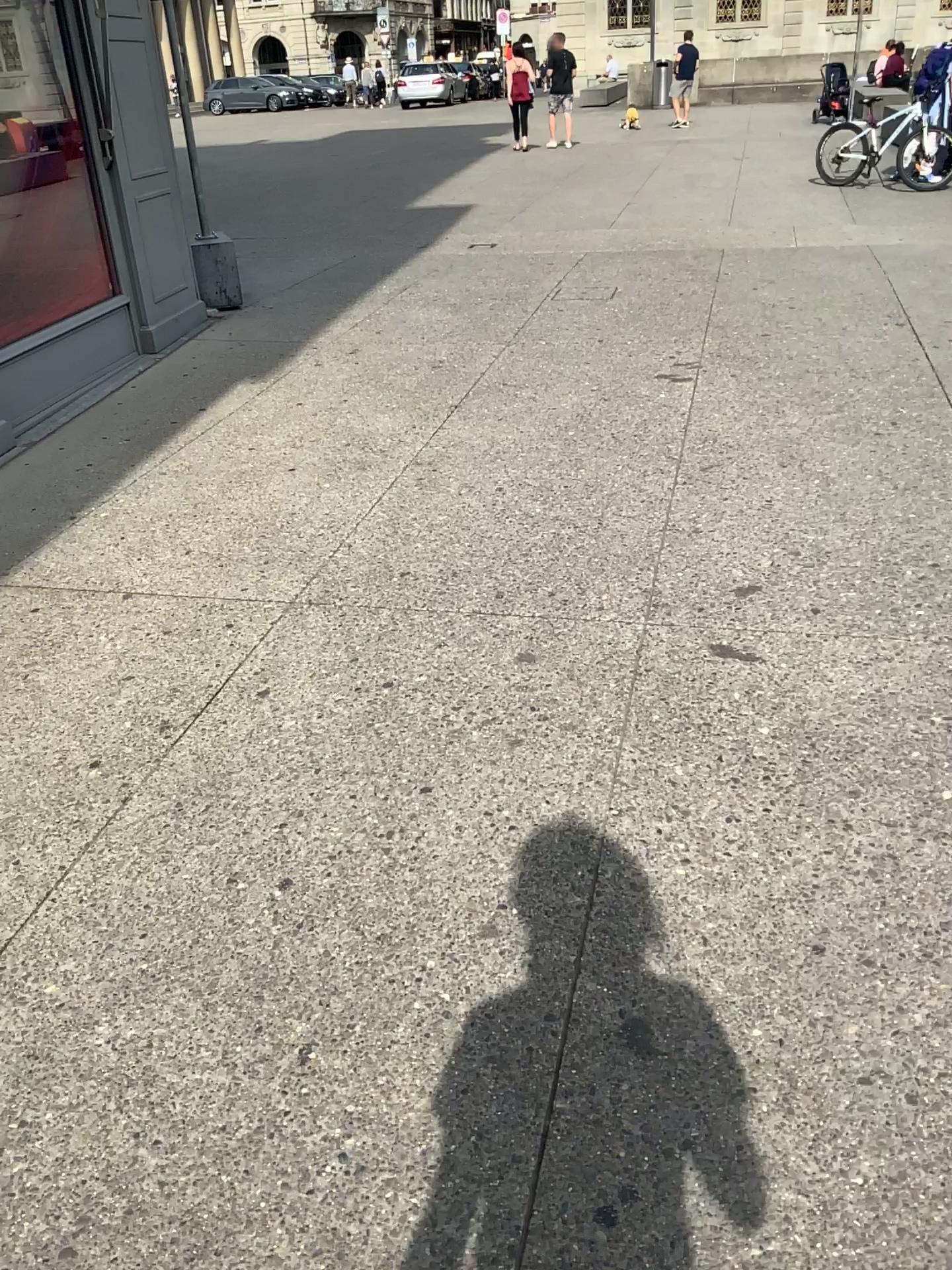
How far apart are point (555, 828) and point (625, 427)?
2.8m
